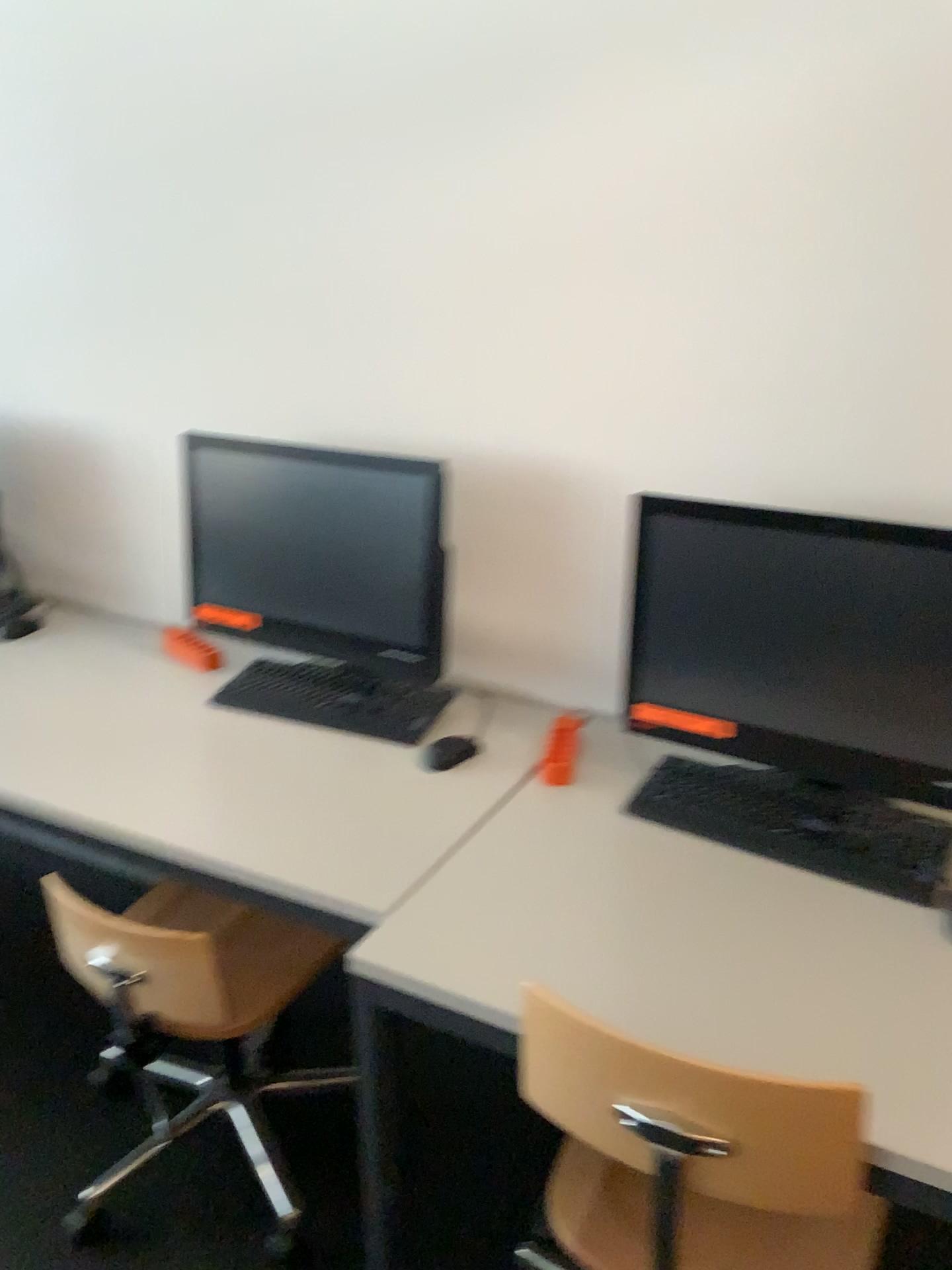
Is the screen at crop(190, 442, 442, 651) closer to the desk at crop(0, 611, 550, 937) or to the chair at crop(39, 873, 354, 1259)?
the desk at crop(0, 611, 550, 937)

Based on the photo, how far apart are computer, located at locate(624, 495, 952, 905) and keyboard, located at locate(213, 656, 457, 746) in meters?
0.4

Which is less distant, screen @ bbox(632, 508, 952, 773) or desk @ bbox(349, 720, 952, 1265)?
desk @ bbox(349, 720, 952, 1265)

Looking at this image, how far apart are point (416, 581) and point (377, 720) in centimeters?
26cm

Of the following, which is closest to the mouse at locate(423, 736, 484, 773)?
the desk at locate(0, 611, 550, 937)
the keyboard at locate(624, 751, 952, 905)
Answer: the desk at locate(0, 611, 550, 937)

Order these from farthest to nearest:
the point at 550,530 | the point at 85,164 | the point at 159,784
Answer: the point at 85,164 < the point at 550,530 < the point at 159,784

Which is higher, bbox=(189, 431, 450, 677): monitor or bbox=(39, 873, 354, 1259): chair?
bbox=(189, 431, 450, 677): monitor

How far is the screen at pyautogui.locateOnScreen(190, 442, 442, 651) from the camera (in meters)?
1.84

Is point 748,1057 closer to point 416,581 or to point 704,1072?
point 704,1072

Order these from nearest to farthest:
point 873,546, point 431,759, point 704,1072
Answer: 1. point 704,1072
2. point 873,546
3. point 431,759
